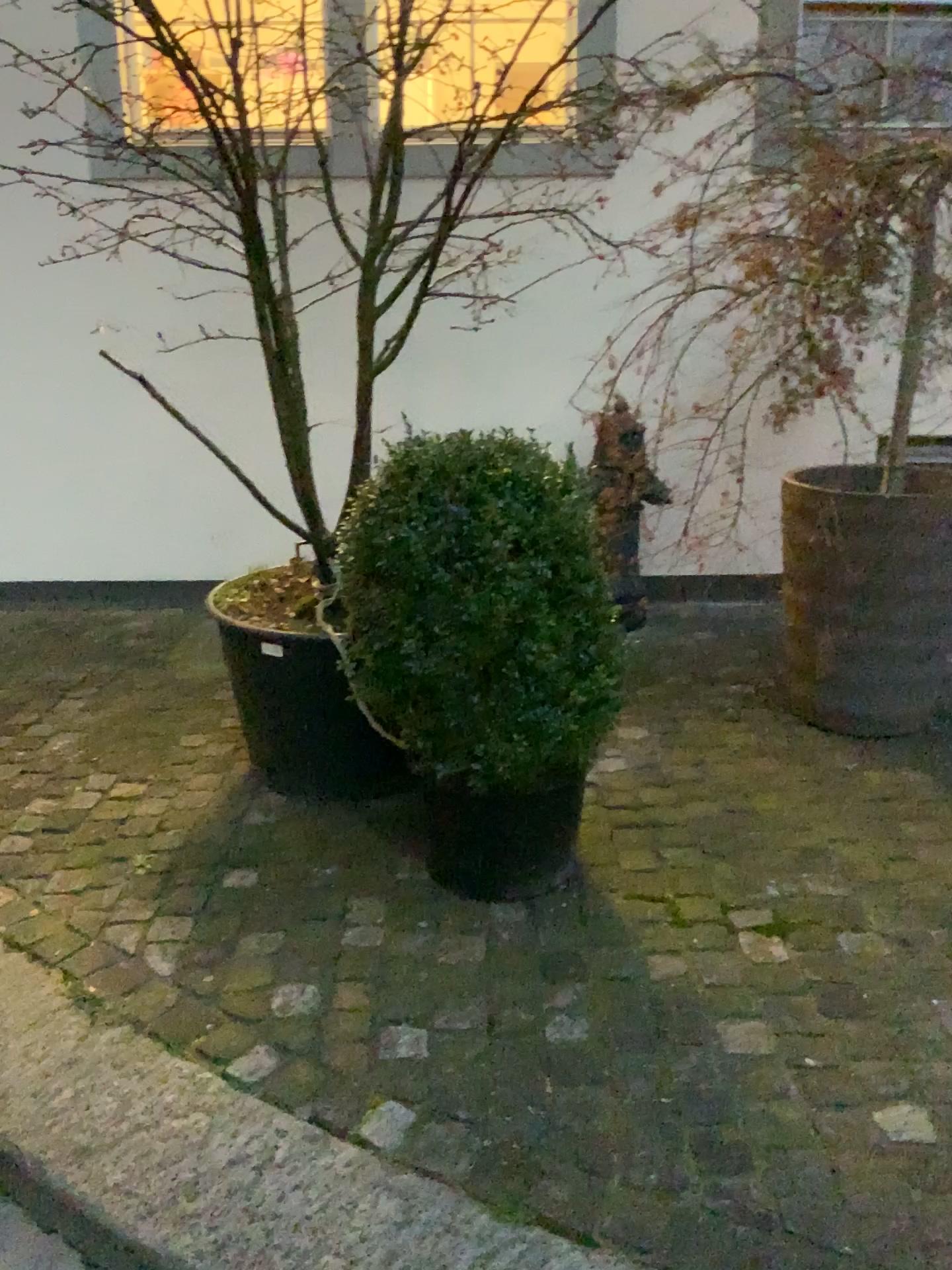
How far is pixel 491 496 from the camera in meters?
2.0

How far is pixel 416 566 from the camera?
2.0 meters

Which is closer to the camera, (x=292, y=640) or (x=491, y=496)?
(x=491, y=496)

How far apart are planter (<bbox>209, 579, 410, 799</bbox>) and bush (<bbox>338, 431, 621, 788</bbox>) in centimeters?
37cm

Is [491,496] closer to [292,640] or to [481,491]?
[481,491]

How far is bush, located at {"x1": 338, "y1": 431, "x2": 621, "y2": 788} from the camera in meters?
2.0 m

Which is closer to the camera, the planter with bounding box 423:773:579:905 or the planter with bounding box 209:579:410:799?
the planter with bounding box 423:773:579:905

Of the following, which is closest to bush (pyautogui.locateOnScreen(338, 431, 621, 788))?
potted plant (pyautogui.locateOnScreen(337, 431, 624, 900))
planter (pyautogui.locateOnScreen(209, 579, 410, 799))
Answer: potted plant (pyautogui.locateOnScreen(337, 431, 624, 900))

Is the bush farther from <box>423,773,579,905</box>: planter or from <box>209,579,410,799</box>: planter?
<box>209,579,410,799</box>: planter

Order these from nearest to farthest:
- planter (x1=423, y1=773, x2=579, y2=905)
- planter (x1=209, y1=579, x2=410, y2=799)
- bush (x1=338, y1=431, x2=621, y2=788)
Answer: bush (x1=338, y1=431, x2=621, y2=788), planter (x1=423, y1=773, x2=579, y2=905), planter (x1=209, y1=579, x2=410, y2=799)
